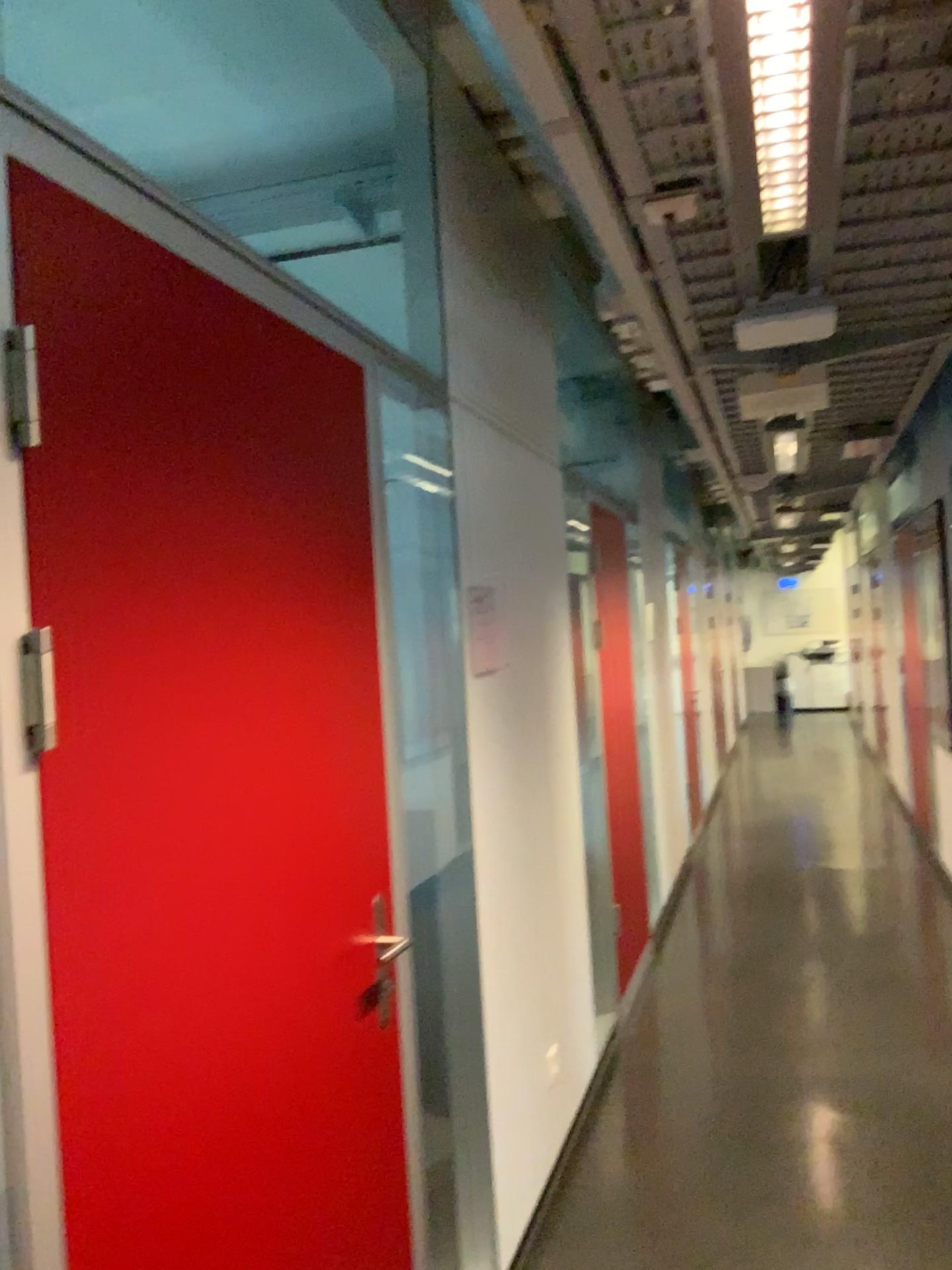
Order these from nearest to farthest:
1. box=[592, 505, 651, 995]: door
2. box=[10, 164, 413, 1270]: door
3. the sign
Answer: box=[10, 164, 413, 1270]: door
the sign
box=[592, 505, 651, 995]: door

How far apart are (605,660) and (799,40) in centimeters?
335cm

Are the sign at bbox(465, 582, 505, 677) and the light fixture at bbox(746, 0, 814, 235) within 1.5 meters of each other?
yes

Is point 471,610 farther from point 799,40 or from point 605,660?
point 605,660

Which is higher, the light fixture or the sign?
the light fixture

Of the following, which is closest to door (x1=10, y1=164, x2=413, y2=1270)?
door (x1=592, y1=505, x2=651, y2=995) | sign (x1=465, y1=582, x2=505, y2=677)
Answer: sign (x1=465, y1=582, x2=505, y2=677)

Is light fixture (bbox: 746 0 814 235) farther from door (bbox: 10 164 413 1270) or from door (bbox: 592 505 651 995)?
door (bbox: 592 505 651 995)

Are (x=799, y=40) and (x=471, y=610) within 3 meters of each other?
yes

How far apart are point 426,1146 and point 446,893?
0.6m

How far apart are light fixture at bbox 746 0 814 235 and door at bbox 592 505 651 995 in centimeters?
289cm
